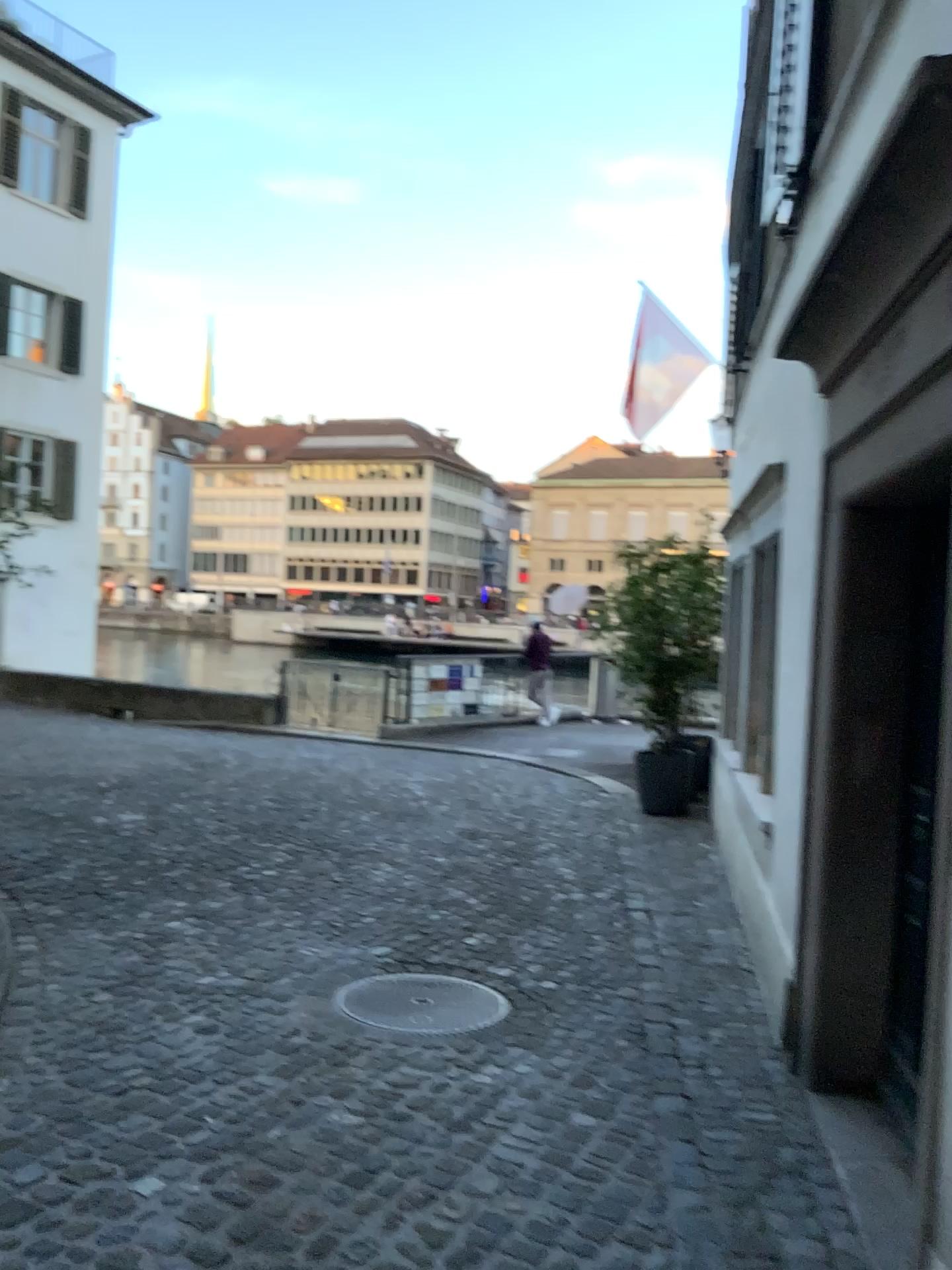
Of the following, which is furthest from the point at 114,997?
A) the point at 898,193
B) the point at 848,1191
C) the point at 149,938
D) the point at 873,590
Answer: the point at 898,193
